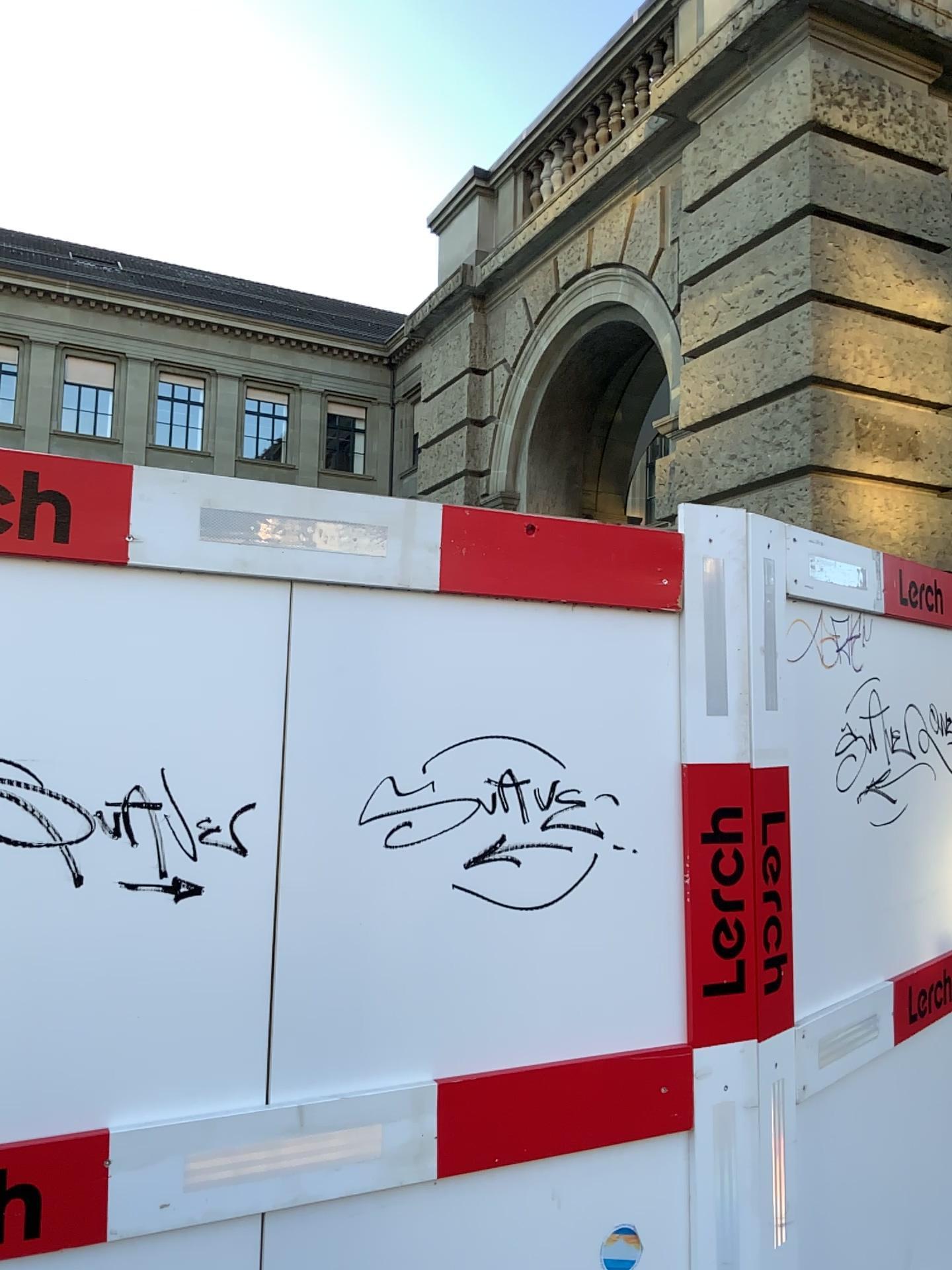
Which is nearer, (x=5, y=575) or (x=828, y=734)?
(x=5, y=575)

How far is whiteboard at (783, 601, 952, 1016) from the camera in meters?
2.4 m

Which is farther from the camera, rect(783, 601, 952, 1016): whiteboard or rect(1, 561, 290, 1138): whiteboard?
rect(783, 601, 952, 1016): whiteboard

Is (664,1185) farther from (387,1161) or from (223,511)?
(223,511)

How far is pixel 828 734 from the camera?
2.44m
